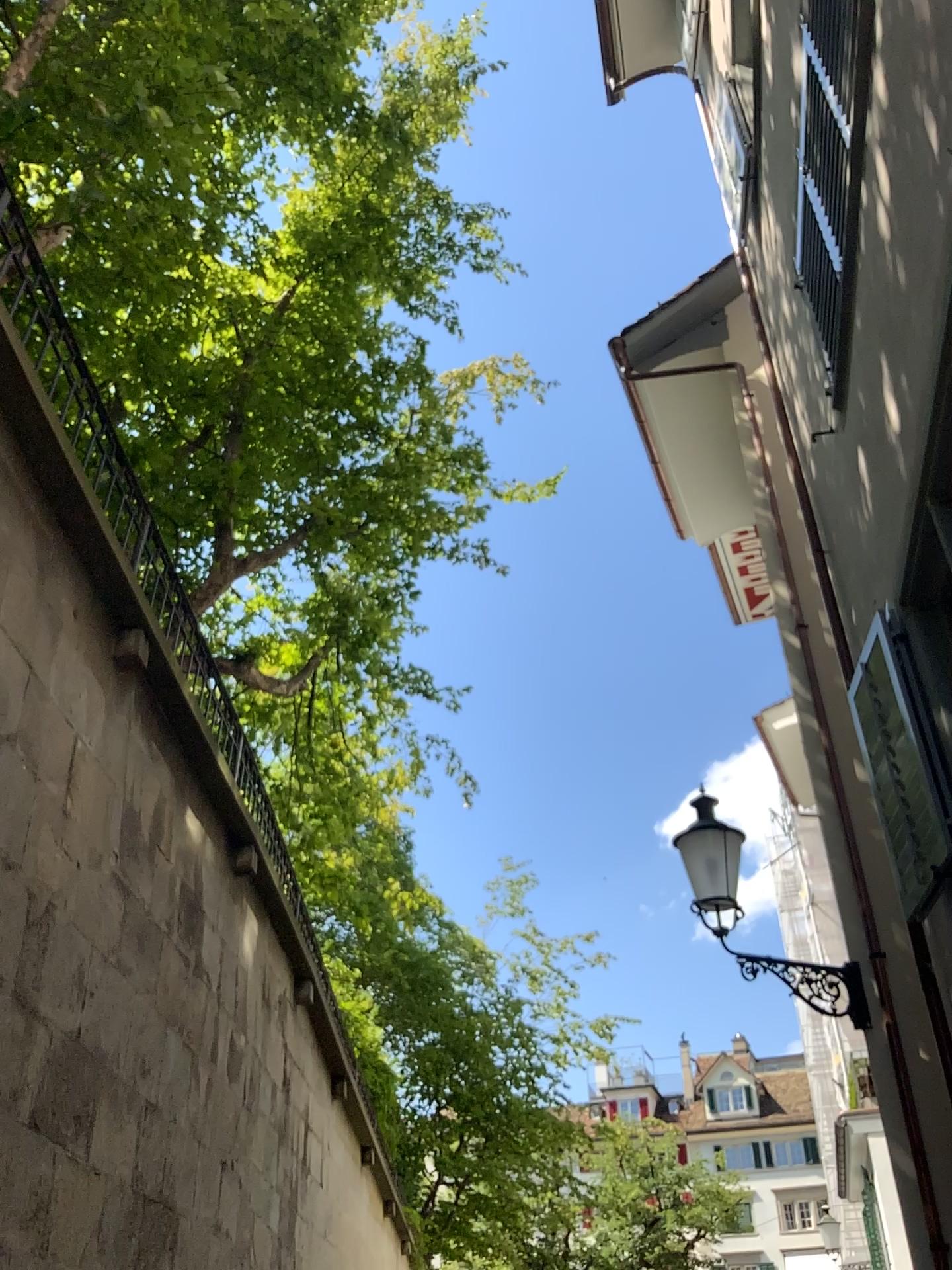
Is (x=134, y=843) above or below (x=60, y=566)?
below
